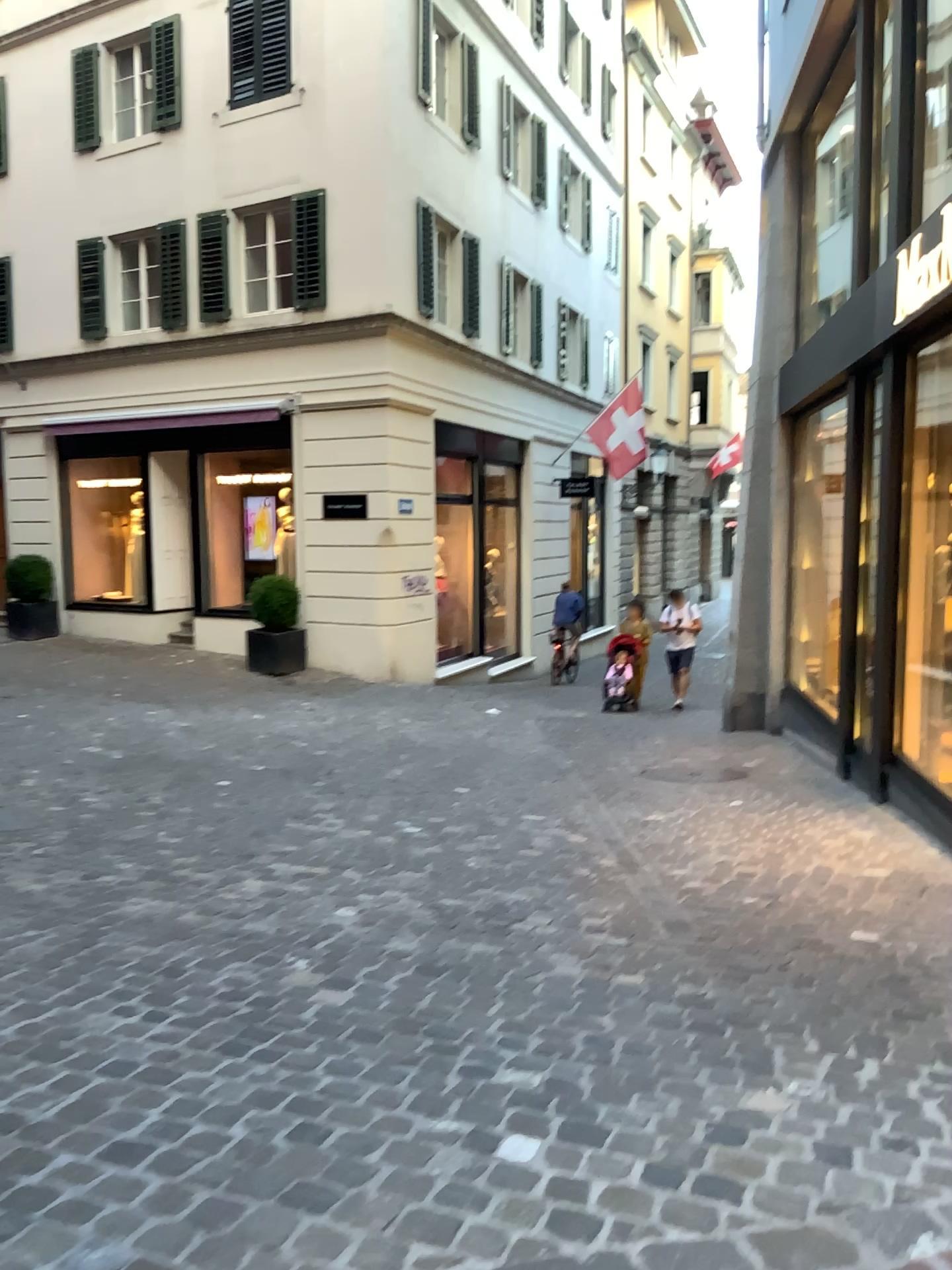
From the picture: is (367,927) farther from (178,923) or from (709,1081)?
(709,1081)
